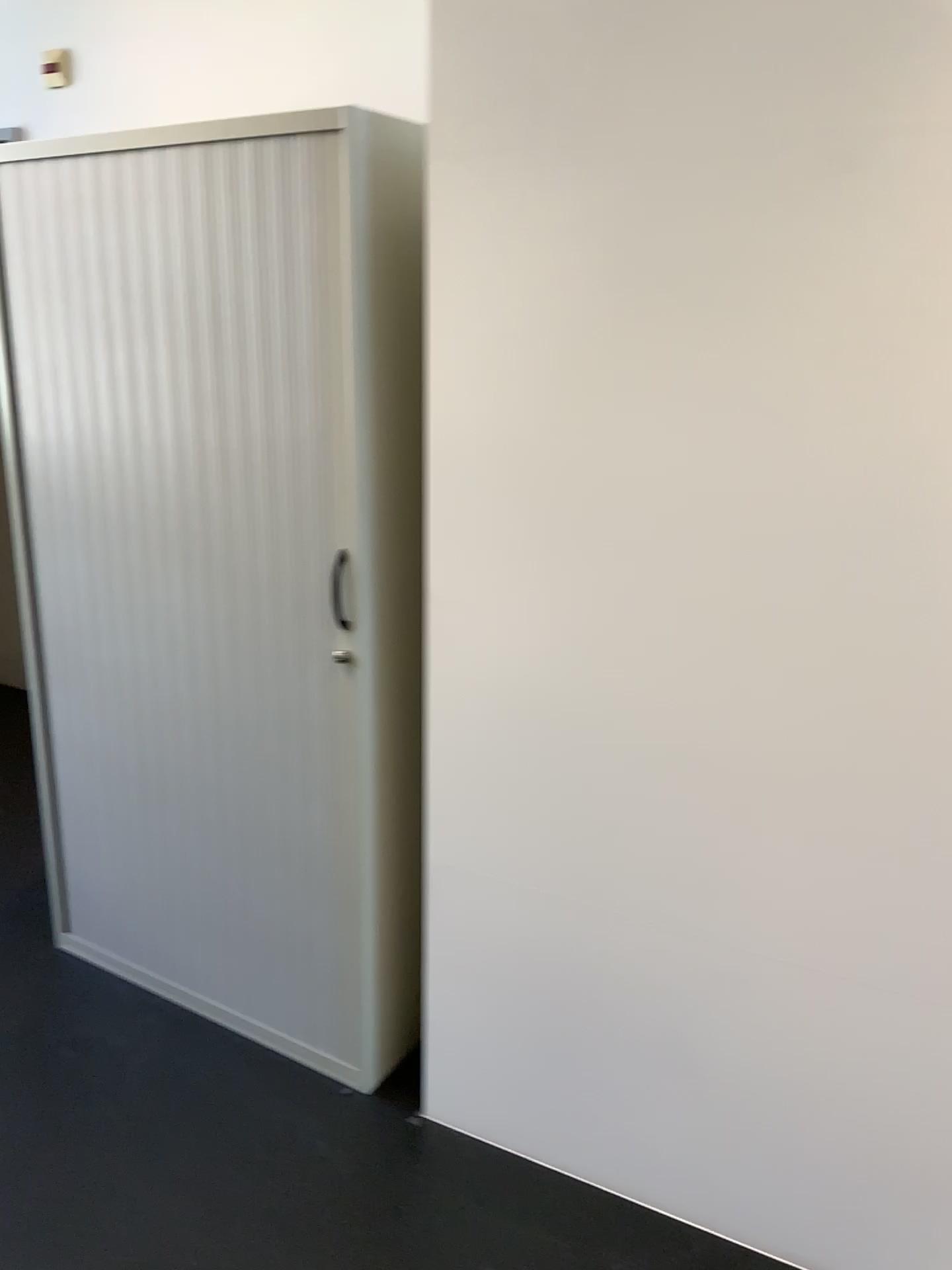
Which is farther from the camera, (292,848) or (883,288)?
(292,848)
